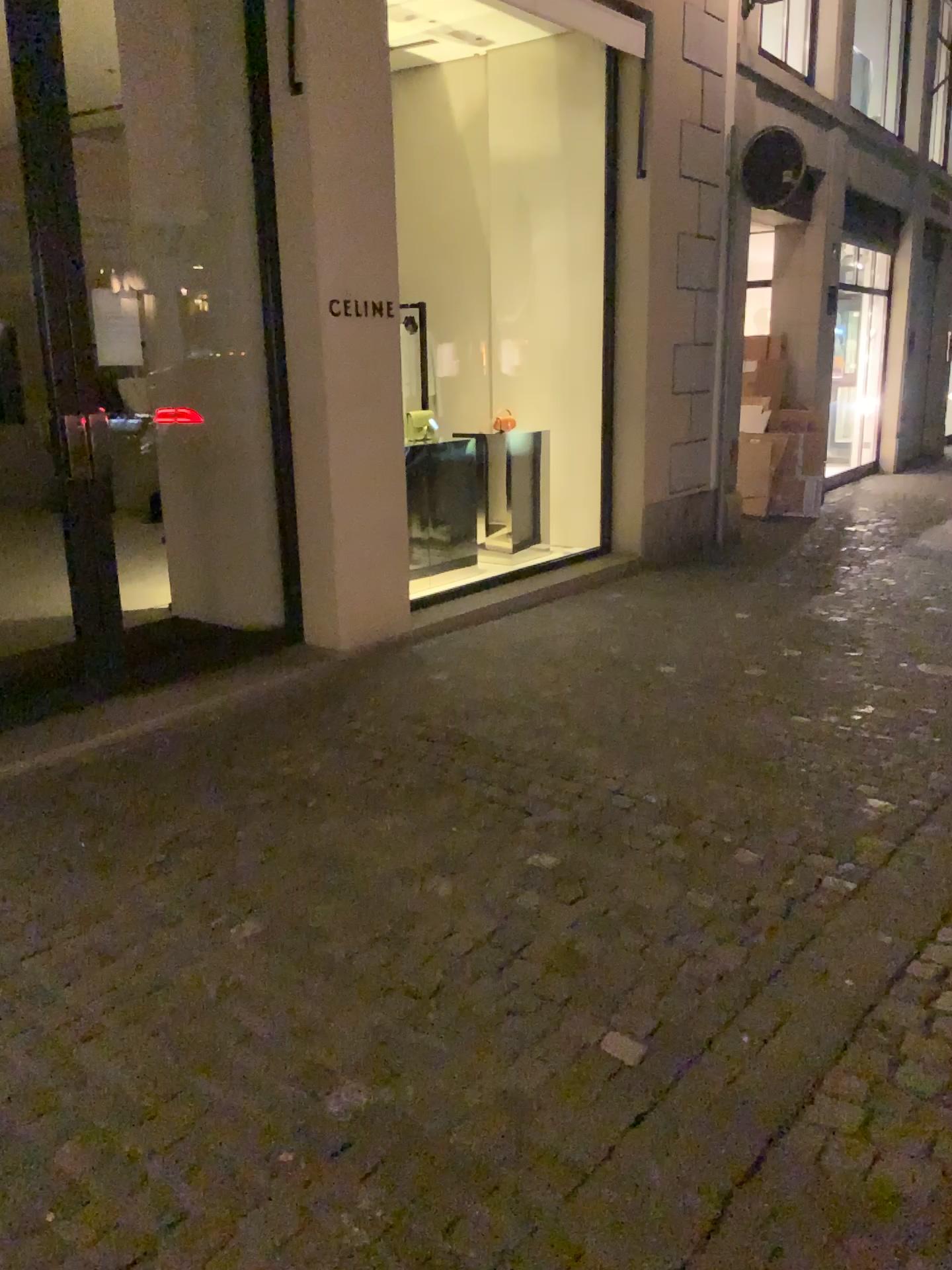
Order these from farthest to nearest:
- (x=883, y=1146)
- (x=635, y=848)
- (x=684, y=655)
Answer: (x=684, y=655) → (x=635, y=848) → (x=883, y=1146)
